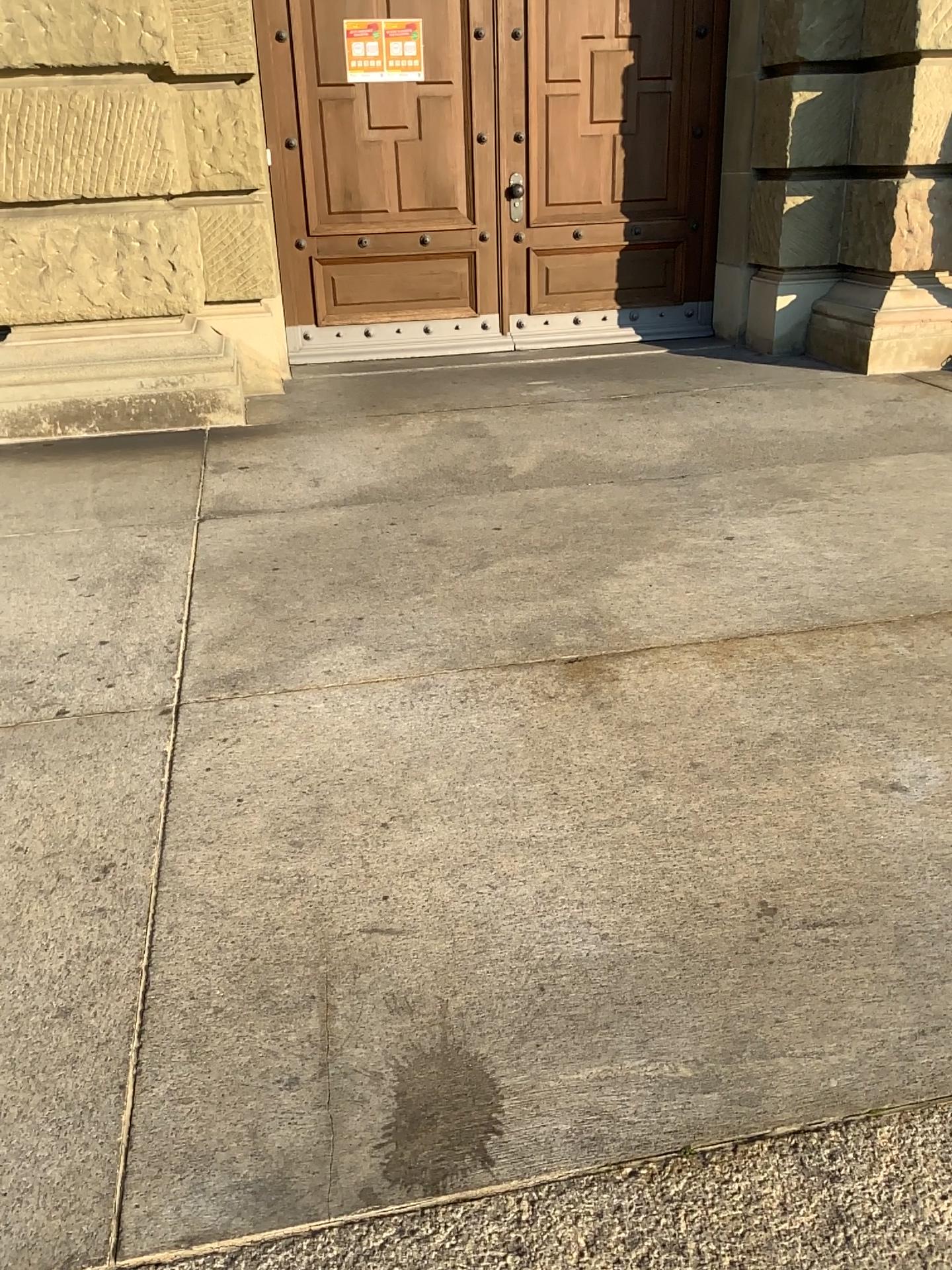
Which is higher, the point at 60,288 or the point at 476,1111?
the point at 60,288
